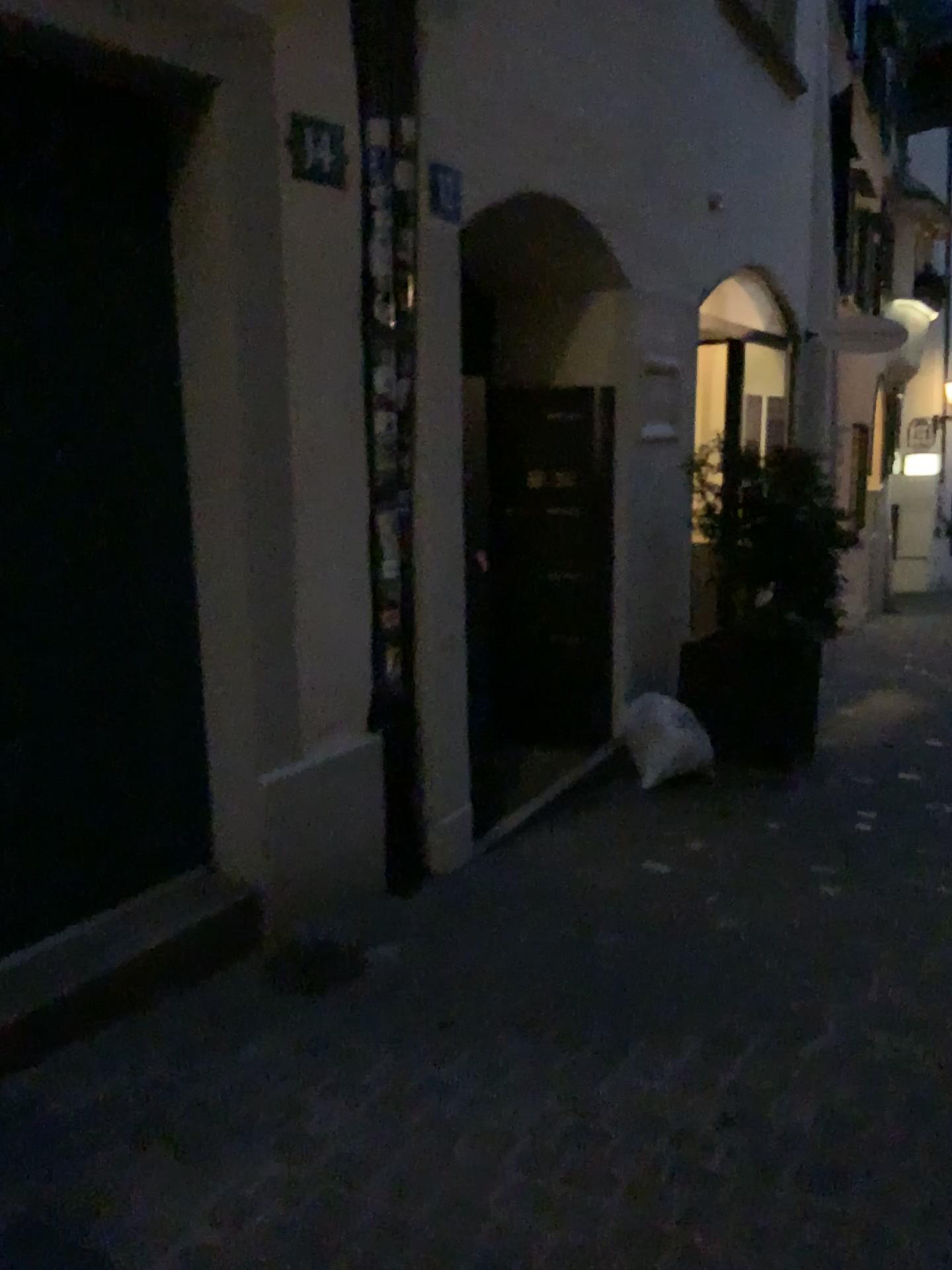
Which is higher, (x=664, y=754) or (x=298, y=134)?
(x=298, y=134)

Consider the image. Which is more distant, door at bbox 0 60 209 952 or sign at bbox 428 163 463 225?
sign at bbox 428 163 463 225

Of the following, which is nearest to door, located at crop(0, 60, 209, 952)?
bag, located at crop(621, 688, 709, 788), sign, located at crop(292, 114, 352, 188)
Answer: sign, located at crop(292, 114, 352, 188)

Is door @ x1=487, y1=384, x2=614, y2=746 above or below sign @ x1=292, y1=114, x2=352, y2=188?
below

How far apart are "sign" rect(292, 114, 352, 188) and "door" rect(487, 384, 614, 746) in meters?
1.9

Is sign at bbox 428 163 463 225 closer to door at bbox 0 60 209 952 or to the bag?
door at bbox 0 60 209 952

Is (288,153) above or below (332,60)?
below

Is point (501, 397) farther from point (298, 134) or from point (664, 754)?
point (298, 134)

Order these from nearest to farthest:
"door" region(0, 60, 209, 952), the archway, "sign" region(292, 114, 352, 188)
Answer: "door" region(0, 60, 209, 952), "sign" region(292, 114, 352, 188), the archway

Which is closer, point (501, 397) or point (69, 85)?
point (69, 85)
